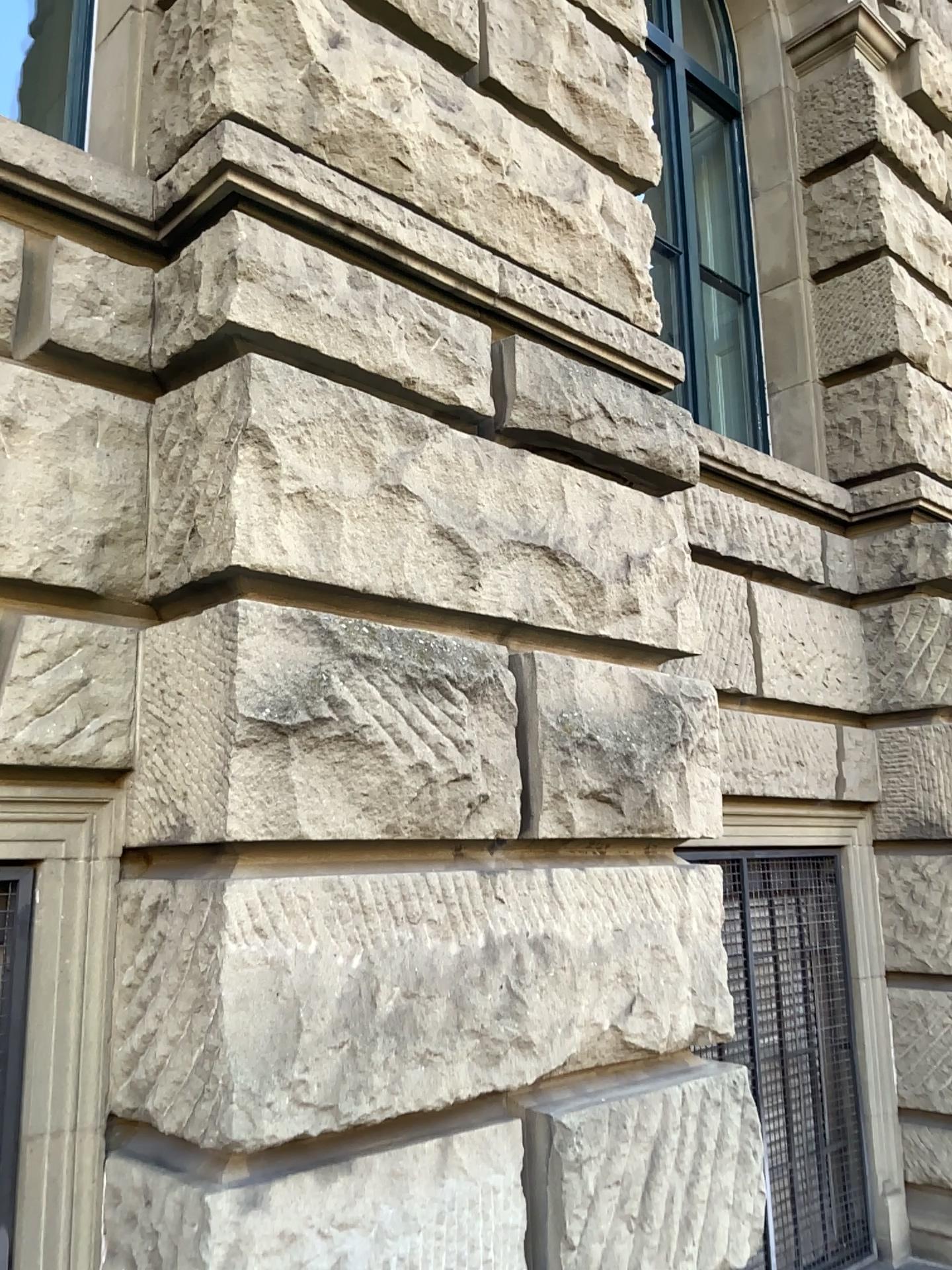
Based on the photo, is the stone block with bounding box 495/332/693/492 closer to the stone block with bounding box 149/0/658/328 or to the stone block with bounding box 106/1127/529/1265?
the stone block with bounding box 149/0/658/328

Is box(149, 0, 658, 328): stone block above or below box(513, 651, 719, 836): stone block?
above

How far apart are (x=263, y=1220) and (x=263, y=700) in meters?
0.9 m

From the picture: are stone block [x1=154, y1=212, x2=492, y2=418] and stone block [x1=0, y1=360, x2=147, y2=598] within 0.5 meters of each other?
yes

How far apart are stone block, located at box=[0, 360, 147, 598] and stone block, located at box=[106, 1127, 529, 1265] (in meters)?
1.08

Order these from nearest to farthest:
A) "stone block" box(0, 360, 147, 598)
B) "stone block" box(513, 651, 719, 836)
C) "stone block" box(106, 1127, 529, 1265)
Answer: "stone block" box(106, 1127, 529, 1265)
"stone block" box(0, 360, 147, 598)
"stone block" box(513, 651, 719, 836)

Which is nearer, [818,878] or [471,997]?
[471,997]

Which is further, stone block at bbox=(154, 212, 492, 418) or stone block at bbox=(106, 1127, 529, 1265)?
stone block at bbox=(154, 212, 492, 418)

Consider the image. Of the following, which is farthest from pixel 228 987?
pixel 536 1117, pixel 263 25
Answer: pixel 263 25

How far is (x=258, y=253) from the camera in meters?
2.2
